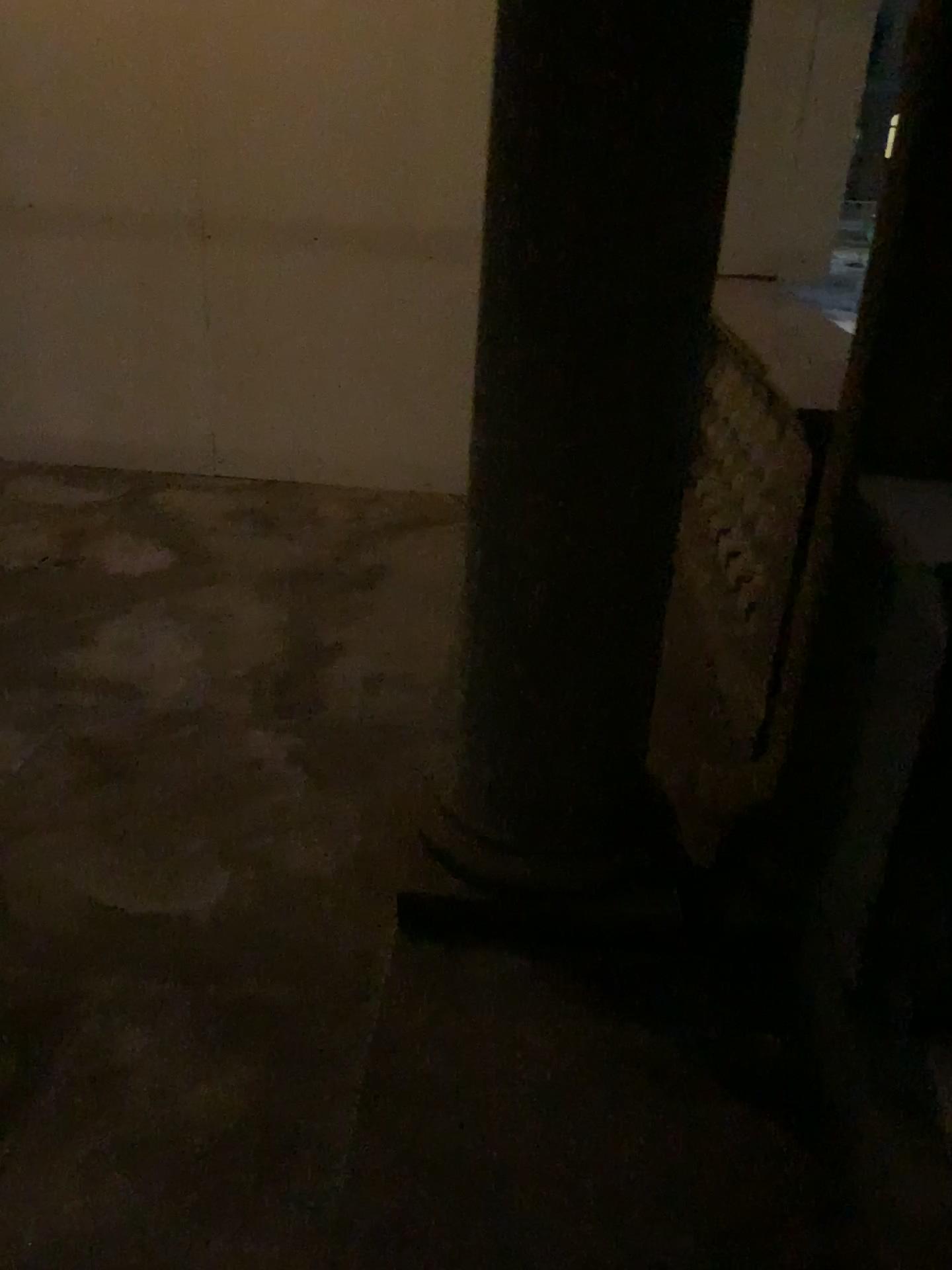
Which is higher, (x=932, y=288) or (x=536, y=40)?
Result: (x=536, y=40)

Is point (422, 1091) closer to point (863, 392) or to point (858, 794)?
point (858, 794)
